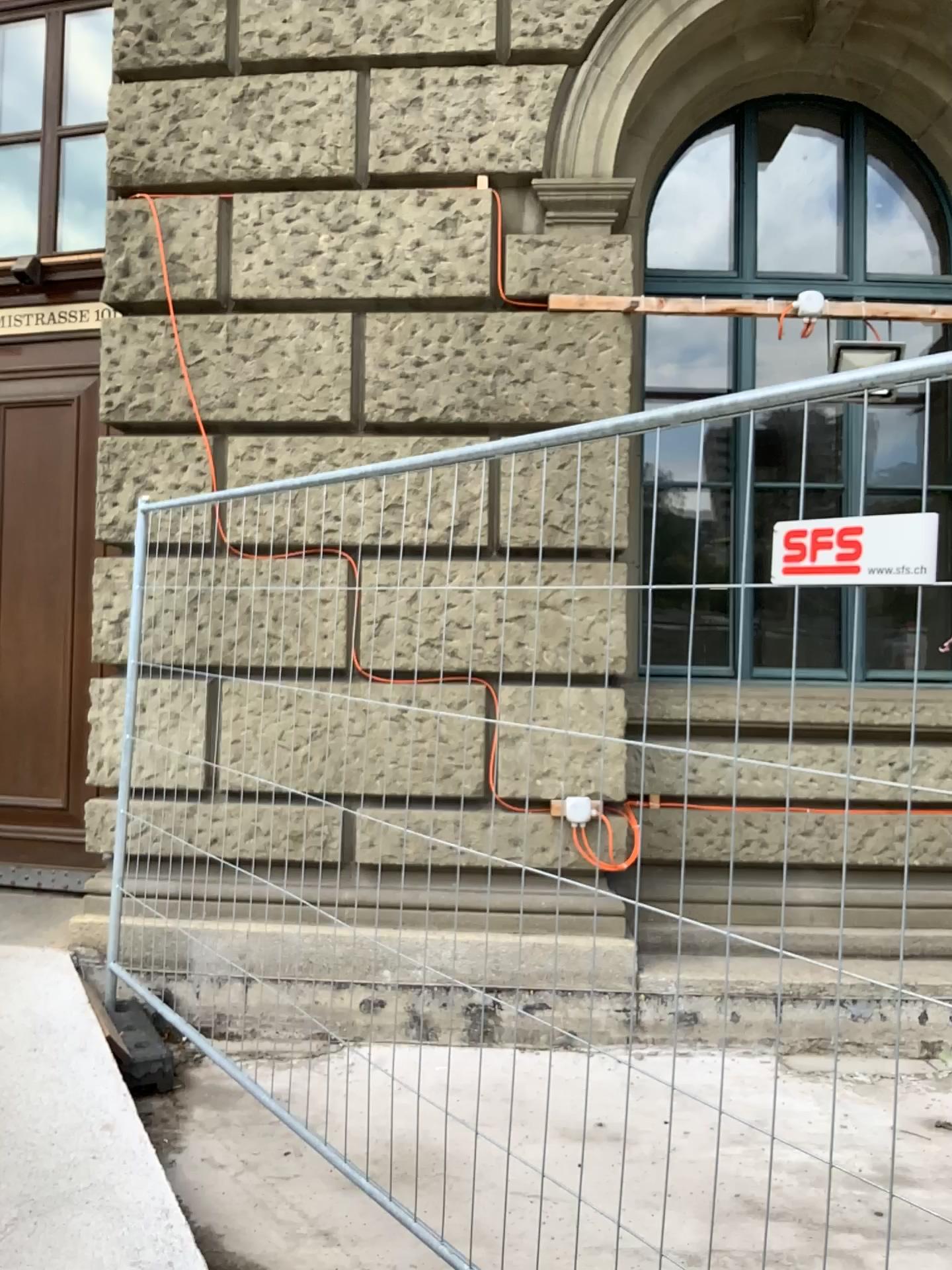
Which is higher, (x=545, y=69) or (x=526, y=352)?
(x=545, y=69)
